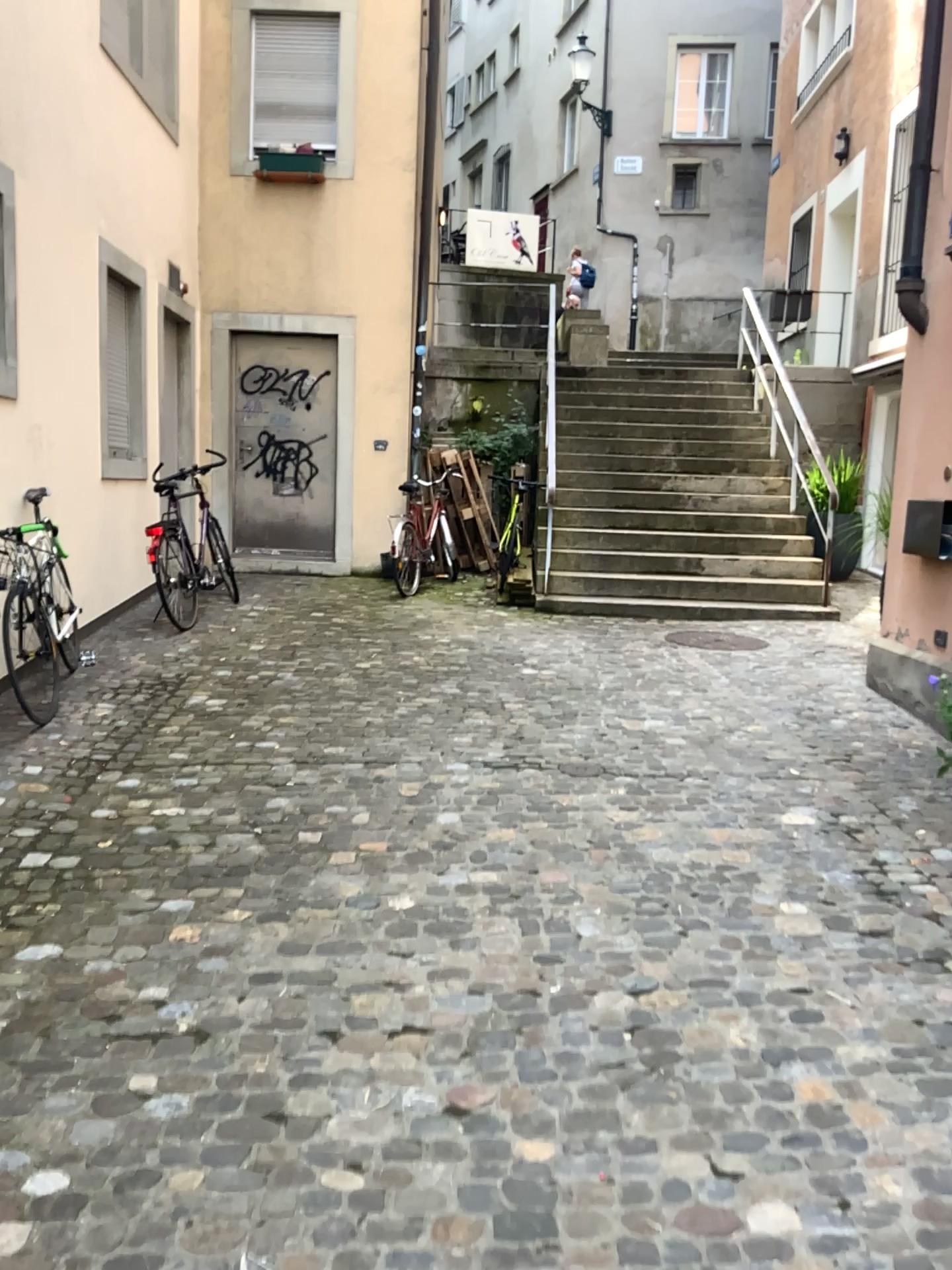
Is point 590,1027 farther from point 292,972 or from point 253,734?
point 253,734
